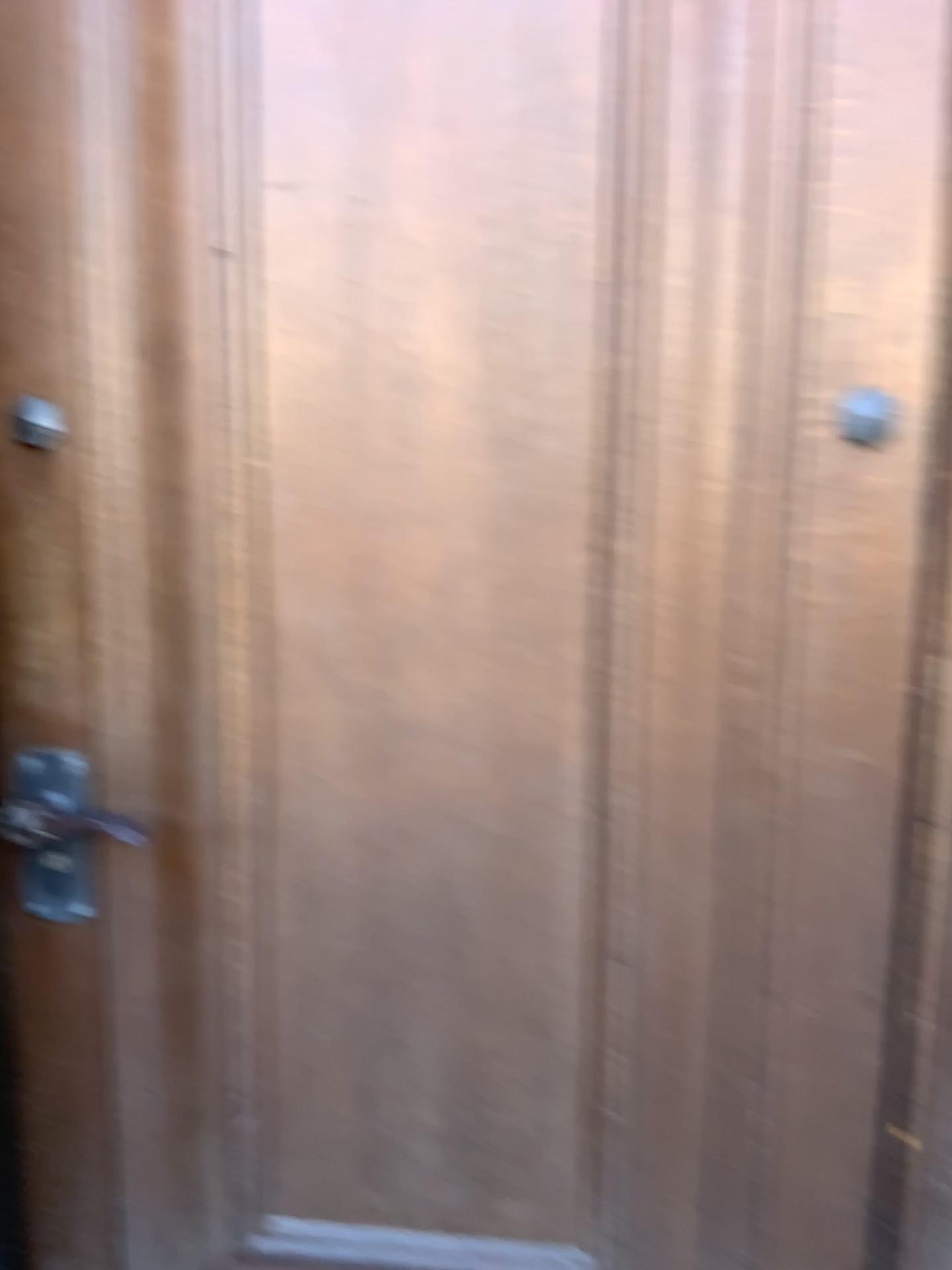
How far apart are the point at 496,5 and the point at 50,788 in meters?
1.0

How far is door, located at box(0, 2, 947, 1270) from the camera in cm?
113

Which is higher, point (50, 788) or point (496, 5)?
point (496, 5)

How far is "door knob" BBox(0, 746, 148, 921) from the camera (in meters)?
1.26

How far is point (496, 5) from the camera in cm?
113

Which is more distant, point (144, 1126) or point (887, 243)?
point (144, 1126)
